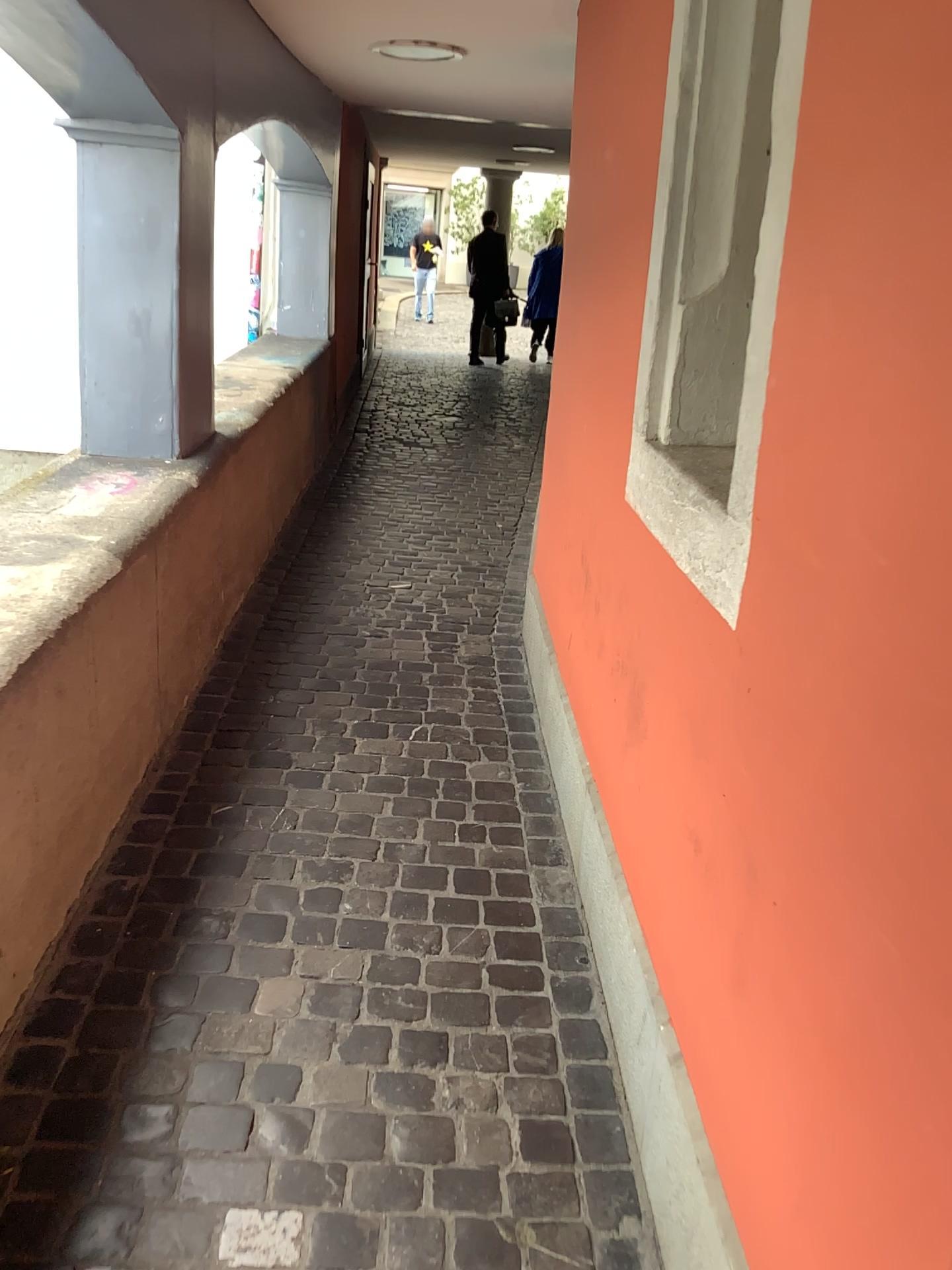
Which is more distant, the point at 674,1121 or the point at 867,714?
the point at 674,1121

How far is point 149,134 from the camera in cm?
280

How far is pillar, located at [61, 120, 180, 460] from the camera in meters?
2.8 m
